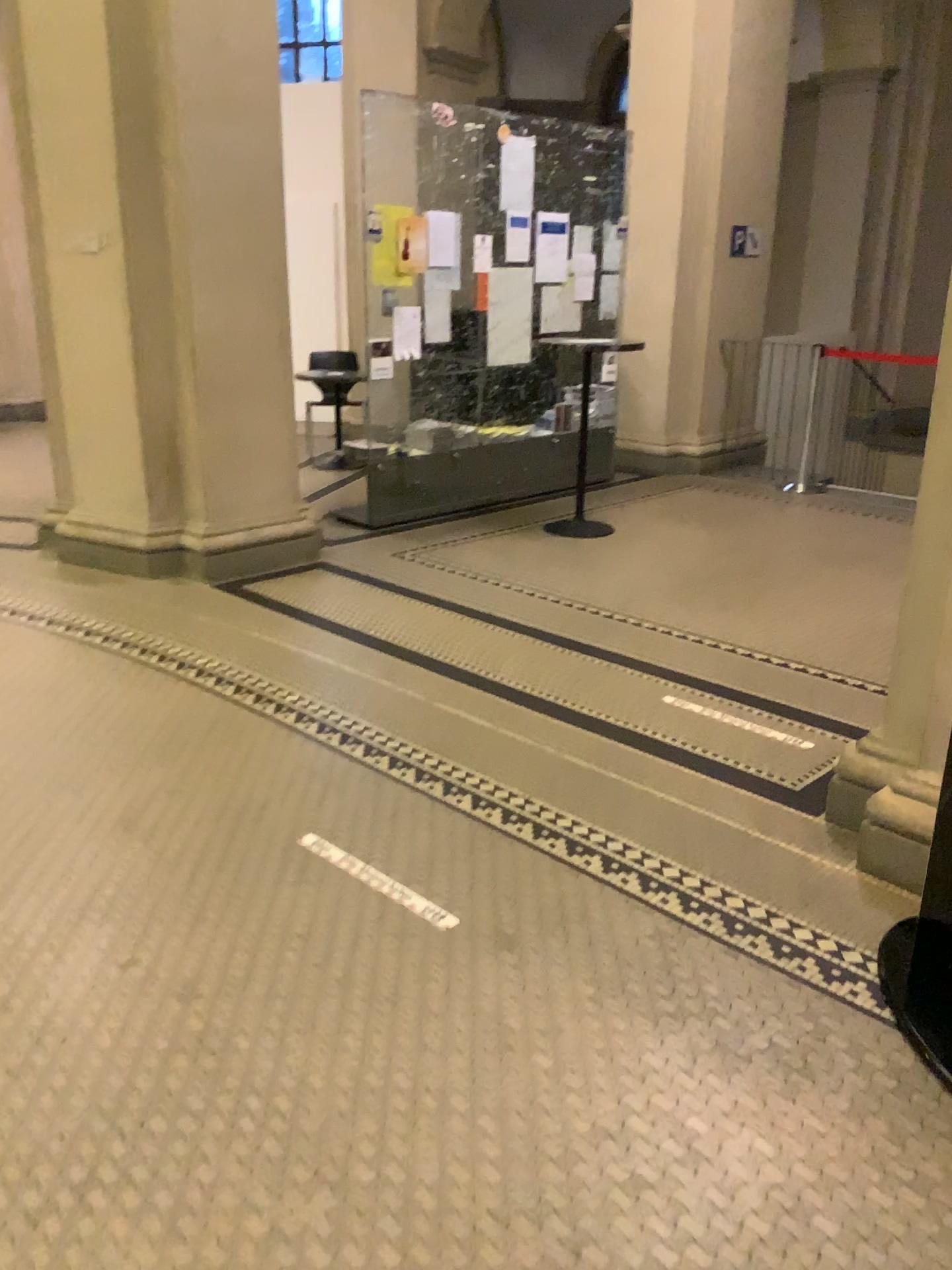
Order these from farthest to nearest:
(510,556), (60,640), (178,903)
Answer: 1. (510,556)
2. (60,640)
3. (178,903)
